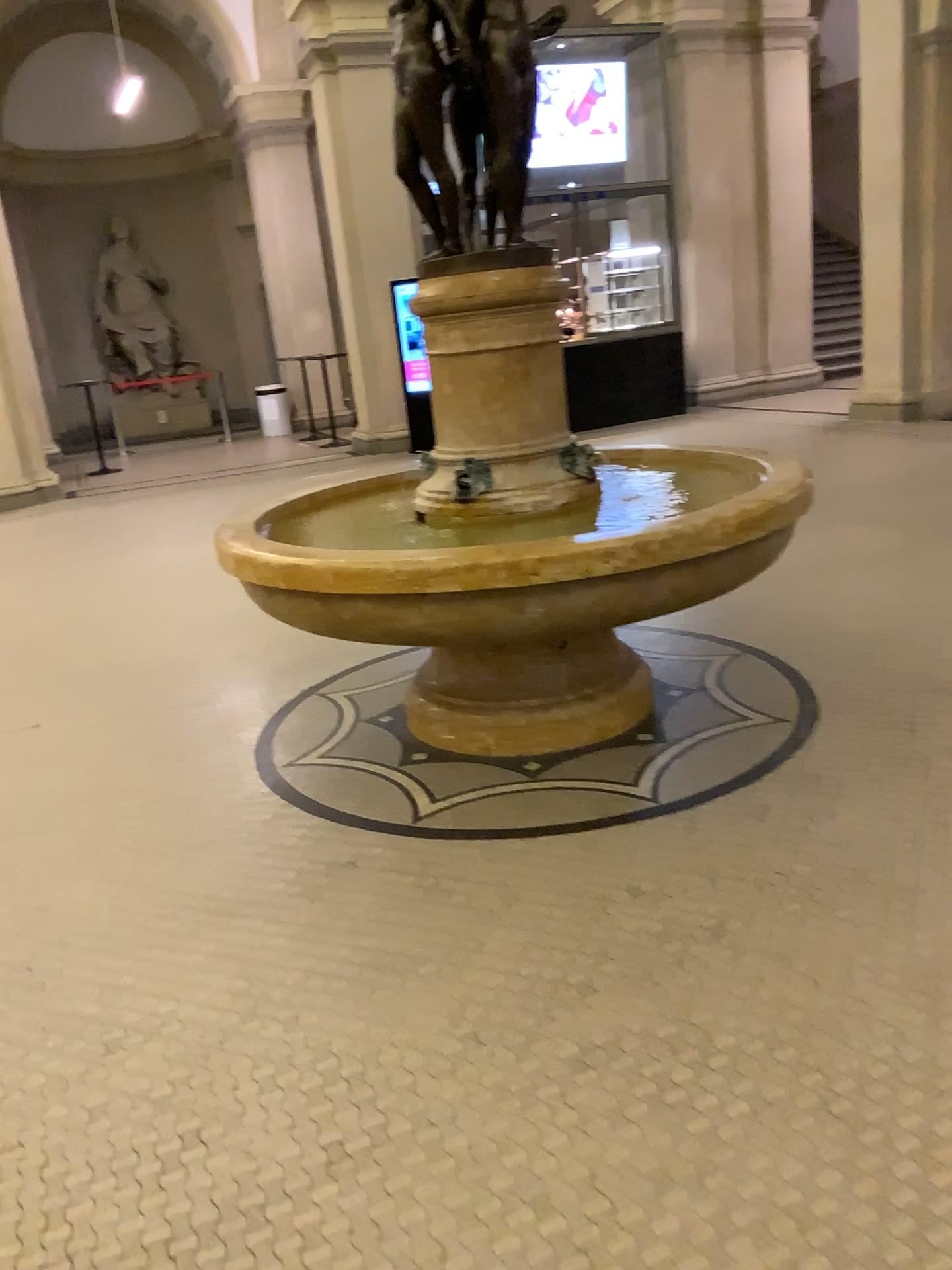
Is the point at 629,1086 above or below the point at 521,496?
below

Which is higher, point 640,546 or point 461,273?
point 461,273

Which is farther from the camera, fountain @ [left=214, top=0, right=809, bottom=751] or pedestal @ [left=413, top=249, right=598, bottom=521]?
pedestal @ [left=413, top=249, right=598, bottom=521]

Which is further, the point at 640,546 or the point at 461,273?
the point at 461,273

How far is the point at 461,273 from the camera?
3.2m

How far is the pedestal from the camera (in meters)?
3.23
